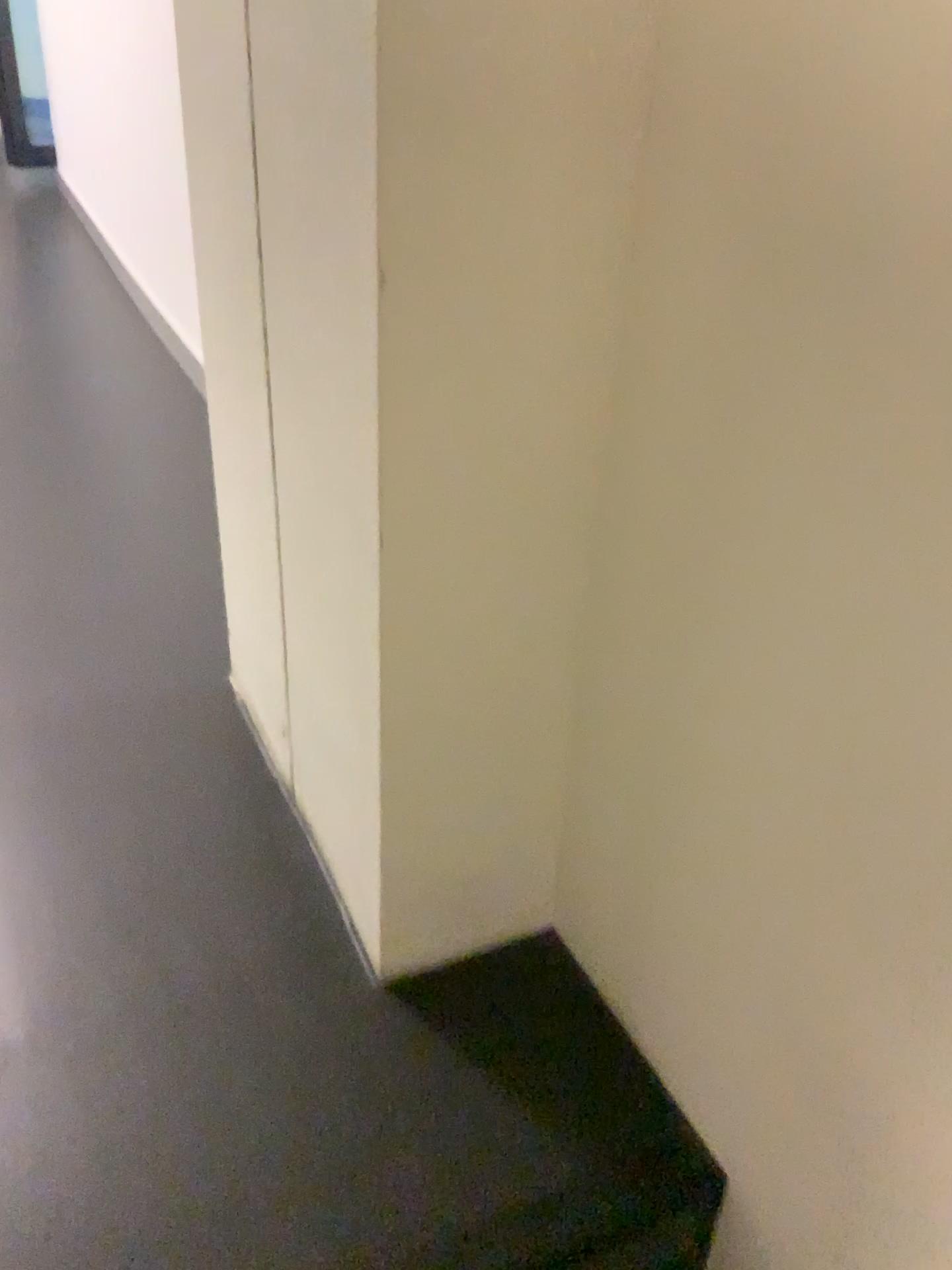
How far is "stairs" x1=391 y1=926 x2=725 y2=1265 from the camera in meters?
0.8

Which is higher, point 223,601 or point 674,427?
point 674,427

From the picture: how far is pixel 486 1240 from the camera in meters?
0.8
